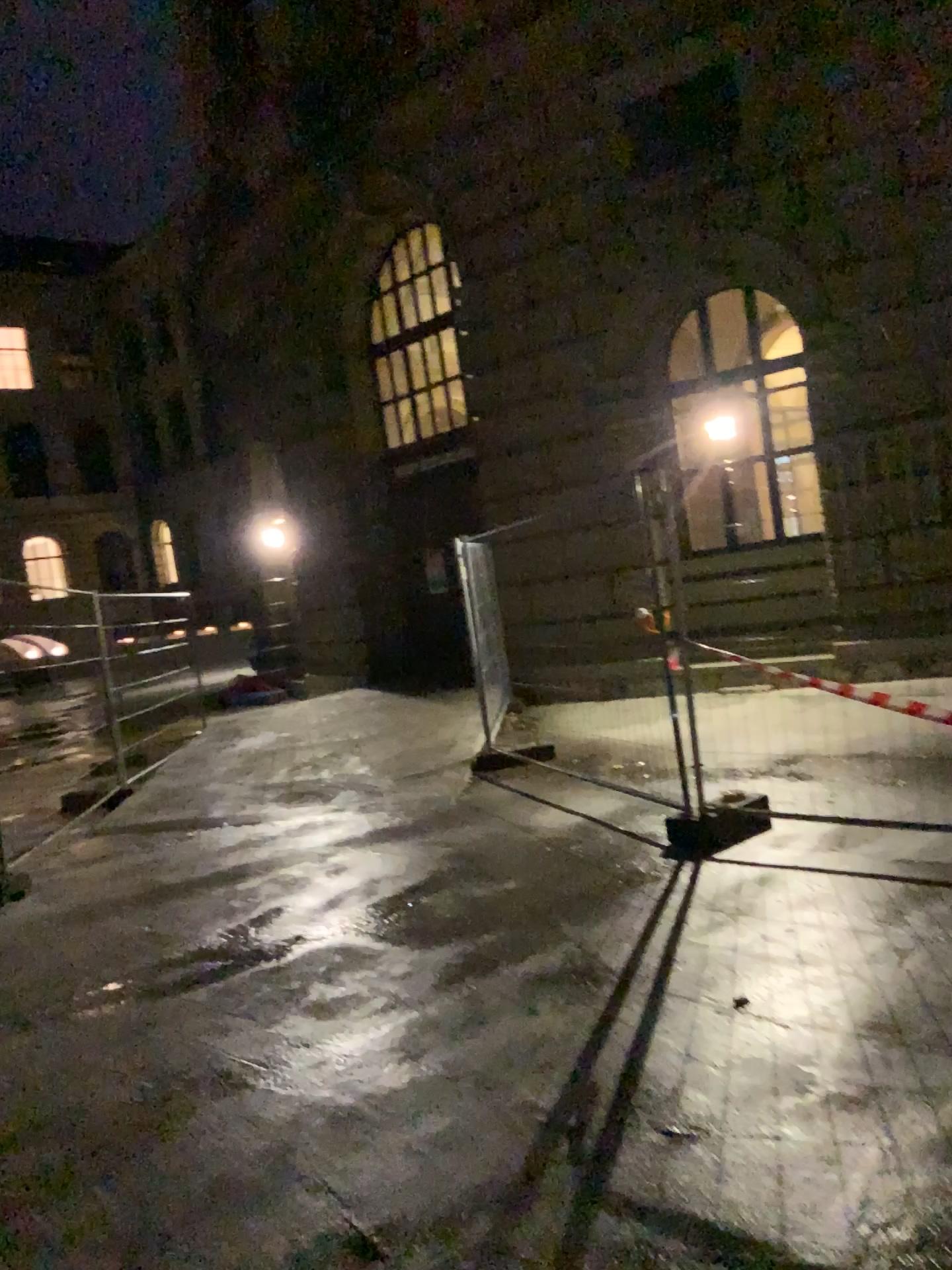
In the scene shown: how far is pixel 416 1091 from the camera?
3.1m
